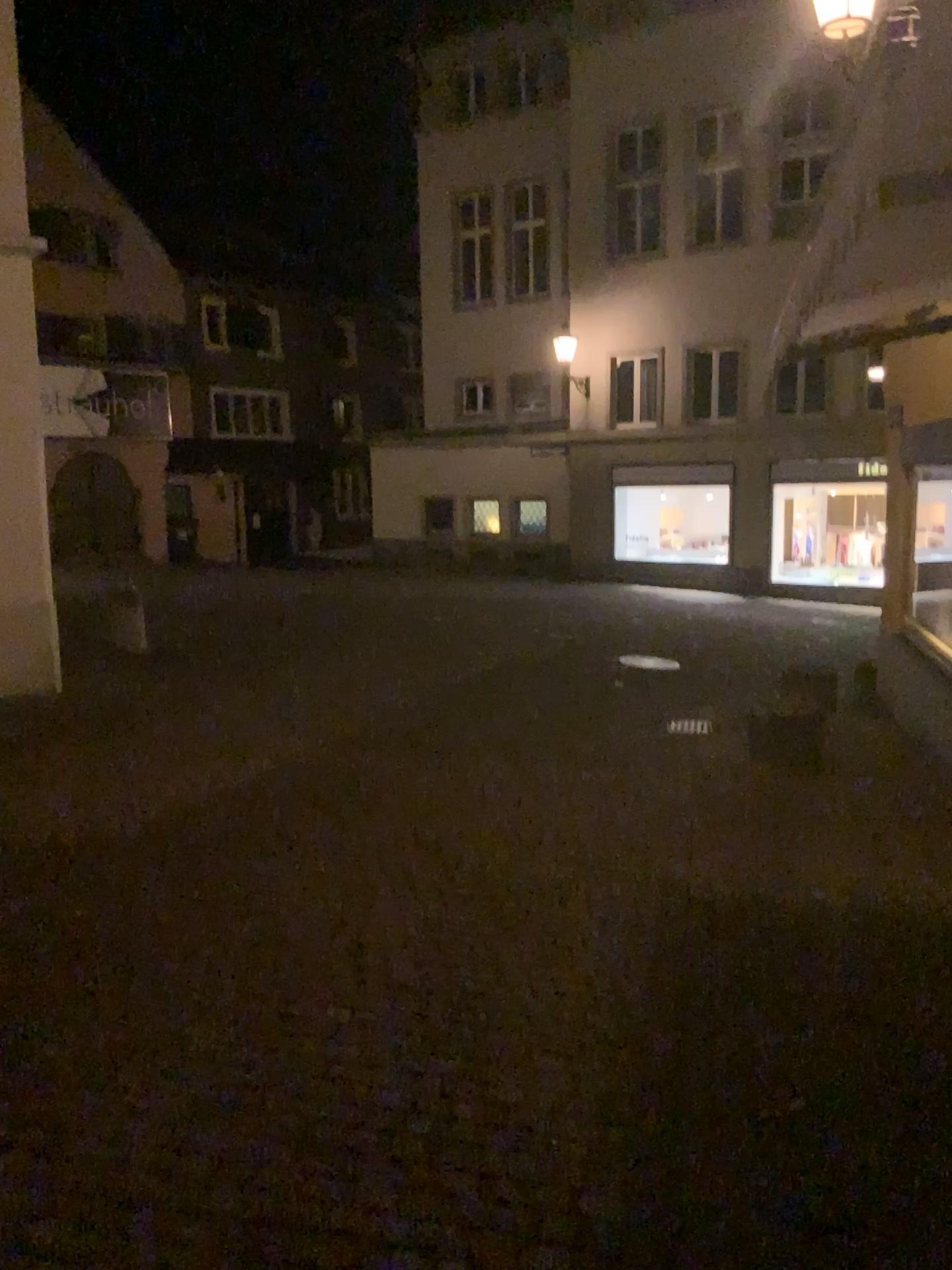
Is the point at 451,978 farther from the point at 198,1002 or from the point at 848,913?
the point at 848,913
